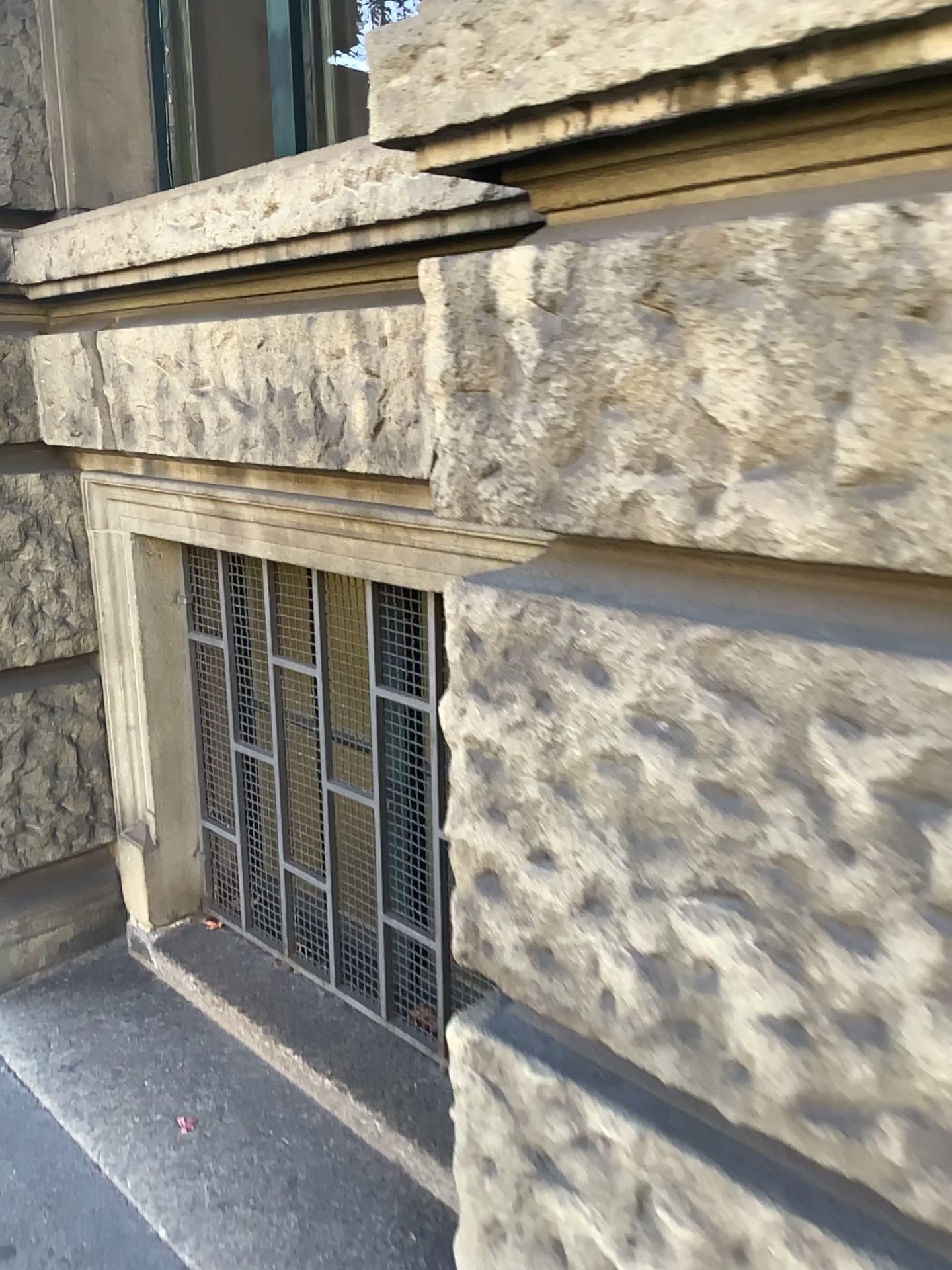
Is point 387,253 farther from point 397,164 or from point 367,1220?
point 367,1220

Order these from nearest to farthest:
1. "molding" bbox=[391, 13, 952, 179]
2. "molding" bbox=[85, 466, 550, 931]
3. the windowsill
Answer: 1. "molding" bbox=[391, 13, 952, 179]
2. the windowsill
3. "molding" bbox=[85, 466, 550, 931]

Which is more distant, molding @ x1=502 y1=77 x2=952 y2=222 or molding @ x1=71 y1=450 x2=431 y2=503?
molding @ x1=71 y1=450 x2=431 y2=503

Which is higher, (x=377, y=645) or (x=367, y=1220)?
(x=377, y=645)

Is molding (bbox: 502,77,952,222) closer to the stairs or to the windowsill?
the windowsill

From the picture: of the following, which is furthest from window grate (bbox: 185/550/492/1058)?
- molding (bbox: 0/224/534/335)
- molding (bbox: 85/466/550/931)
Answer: molding (bbox: 0/224/534/335)

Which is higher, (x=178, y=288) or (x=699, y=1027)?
(x=178, y=288)

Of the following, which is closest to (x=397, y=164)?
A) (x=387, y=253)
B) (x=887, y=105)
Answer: (x=387, y=253)

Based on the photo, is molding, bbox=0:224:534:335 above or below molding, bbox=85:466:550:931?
above

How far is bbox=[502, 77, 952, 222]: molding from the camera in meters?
0.8 m
